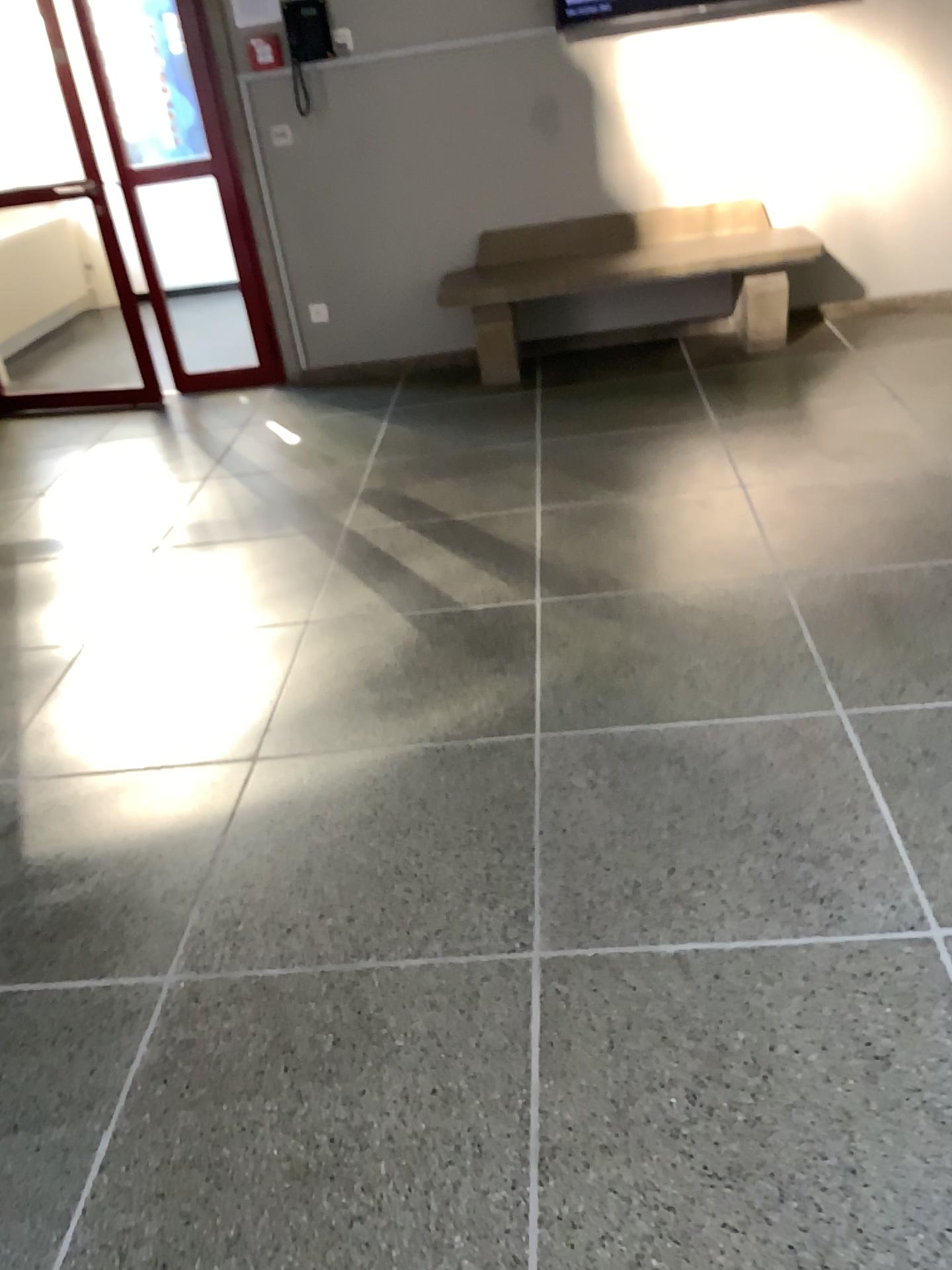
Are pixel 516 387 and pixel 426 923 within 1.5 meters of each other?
no
